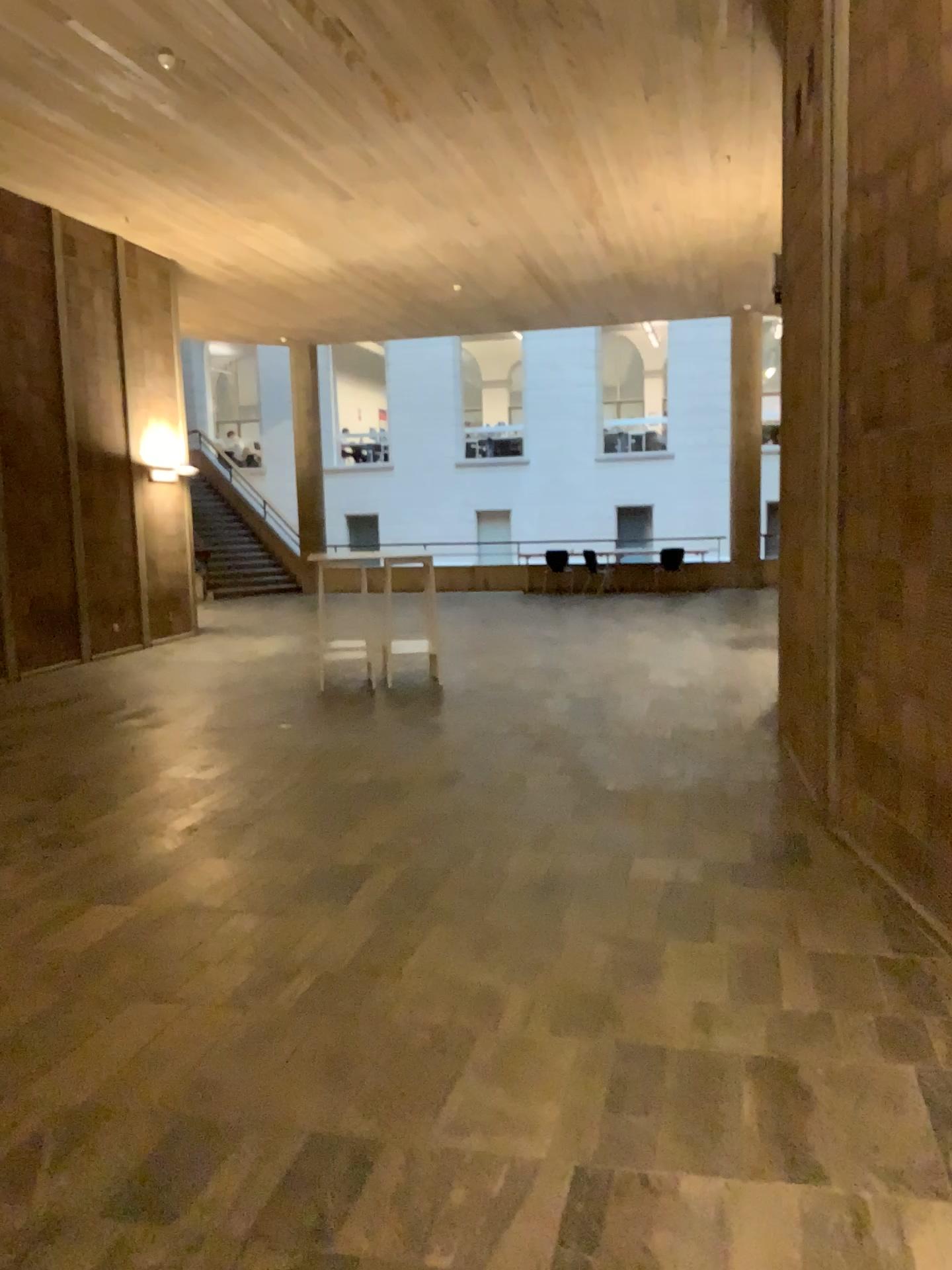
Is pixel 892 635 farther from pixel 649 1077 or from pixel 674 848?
pixel 649 1077
